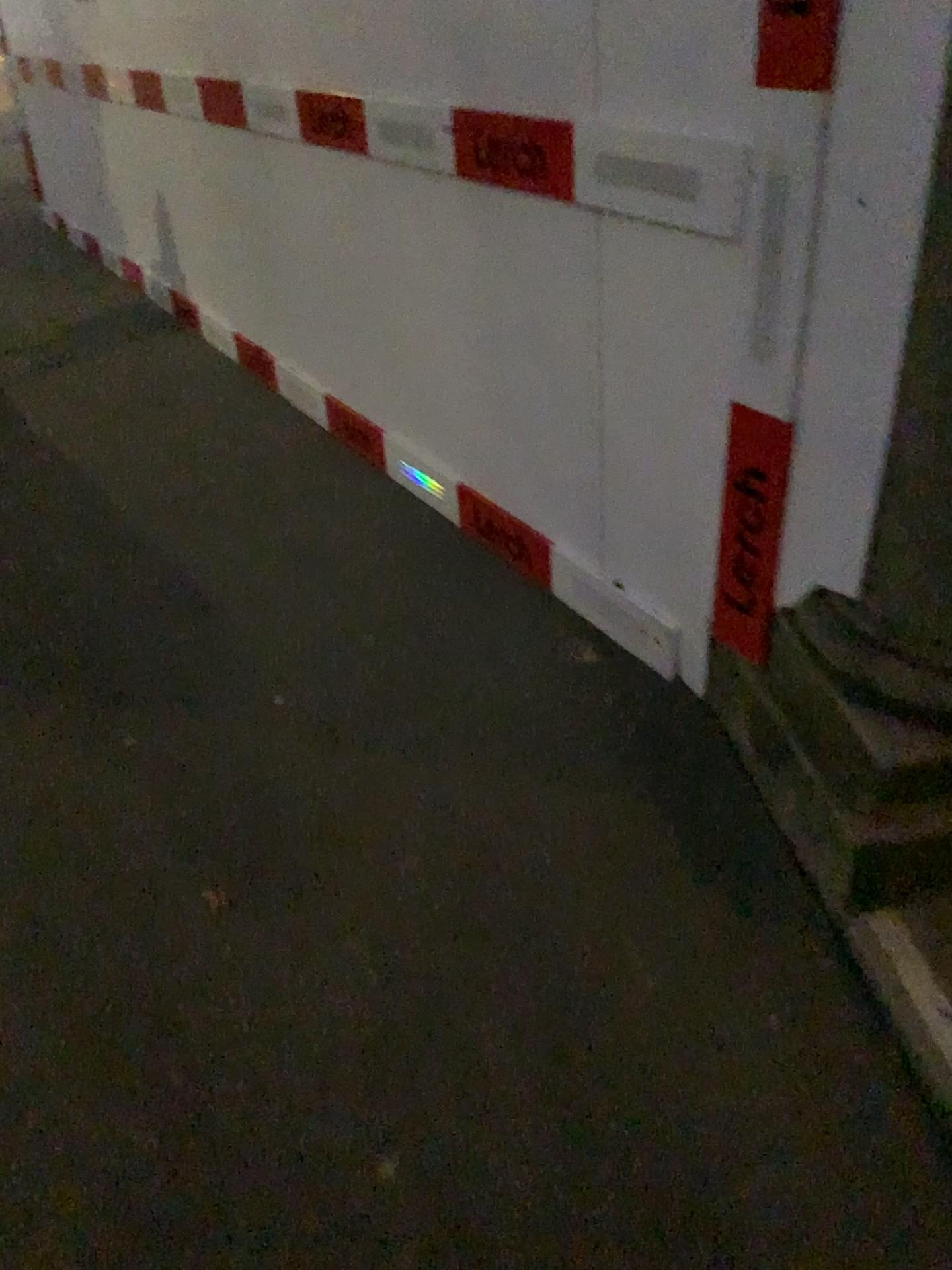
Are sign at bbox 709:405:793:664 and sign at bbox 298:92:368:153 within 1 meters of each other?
no

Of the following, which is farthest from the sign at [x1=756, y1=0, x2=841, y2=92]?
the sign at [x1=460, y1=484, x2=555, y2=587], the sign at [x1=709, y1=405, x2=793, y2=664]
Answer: the sign at [x1=460, y1=484, x2=555, y2=587]

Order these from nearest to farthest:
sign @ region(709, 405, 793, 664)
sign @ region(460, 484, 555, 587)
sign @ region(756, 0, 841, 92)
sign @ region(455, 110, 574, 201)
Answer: sign @ region(756, 0, 841, 92)
sign @ region(709, 405, 793, 664)
sign @ region(455, 110, 574, 201)
sign @ region(460, 484, 555, 587)

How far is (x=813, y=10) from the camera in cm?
151

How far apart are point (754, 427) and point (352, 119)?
1.66m

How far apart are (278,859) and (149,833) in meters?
0.3 m

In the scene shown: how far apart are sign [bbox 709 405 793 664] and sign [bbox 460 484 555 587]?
0.7m

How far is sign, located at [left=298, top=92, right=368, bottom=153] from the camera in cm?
287

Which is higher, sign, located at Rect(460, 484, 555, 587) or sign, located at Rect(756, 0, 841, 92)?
sign, located at Rect(756, 0, 841, 92)

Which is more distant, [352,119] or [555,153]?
[352,119]
